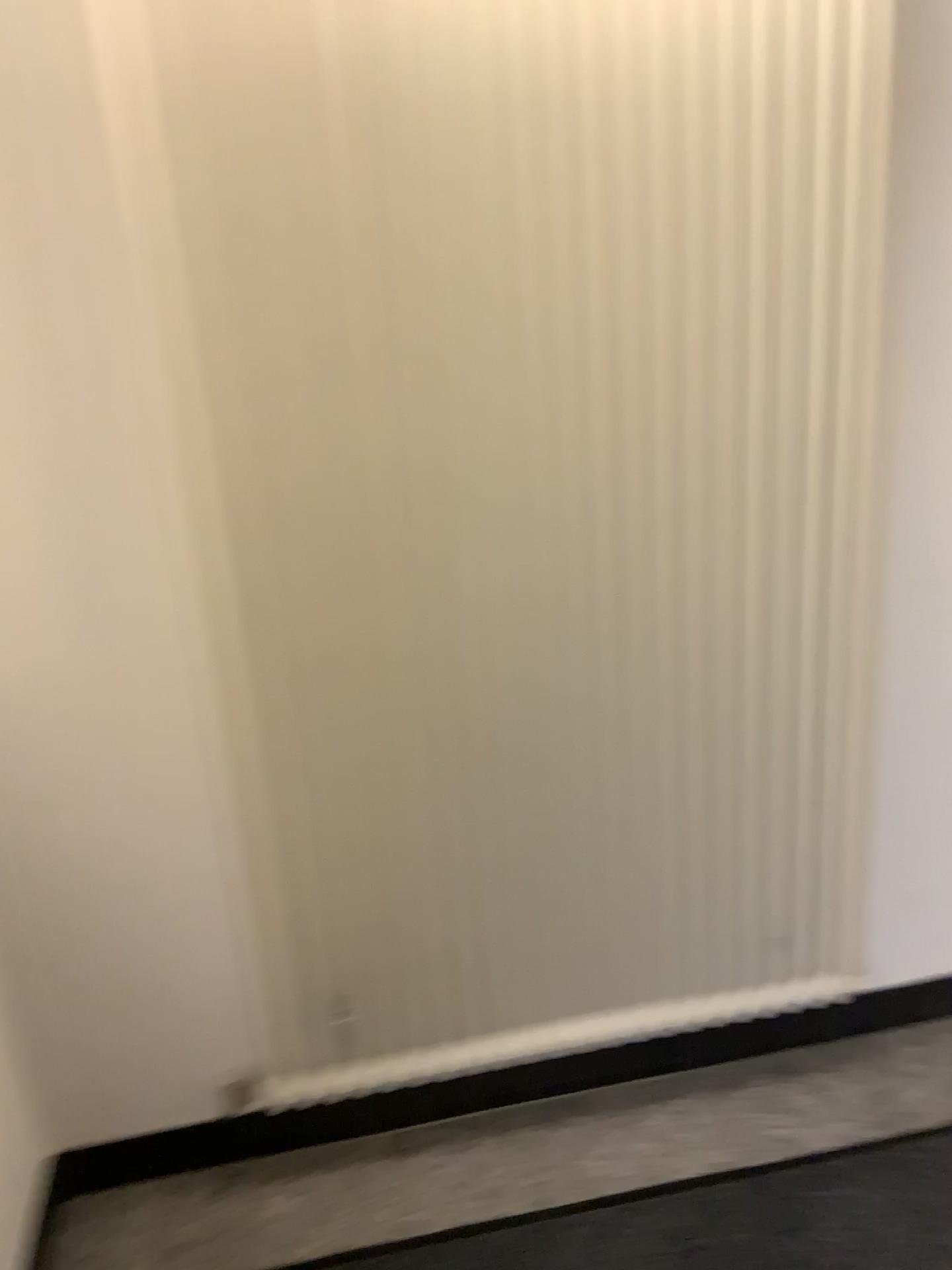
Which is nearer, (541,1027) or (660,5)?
(660,5)

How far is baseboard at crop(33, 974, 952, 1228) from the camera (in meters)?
1.77

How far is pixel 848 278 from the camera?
1.5m

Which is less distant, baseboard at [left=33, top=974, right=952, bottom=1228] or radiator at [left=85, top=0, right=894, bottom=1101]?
radiator at [left=85, top=0, right=894, bottom=1101]

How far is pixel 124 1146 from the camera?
1.8m

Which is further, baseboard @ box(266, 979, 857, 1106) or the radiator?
baseboard @ box(266, 979, 857, 1106)

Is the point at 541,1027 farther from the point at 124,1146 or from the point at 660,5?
the point at 660,5
